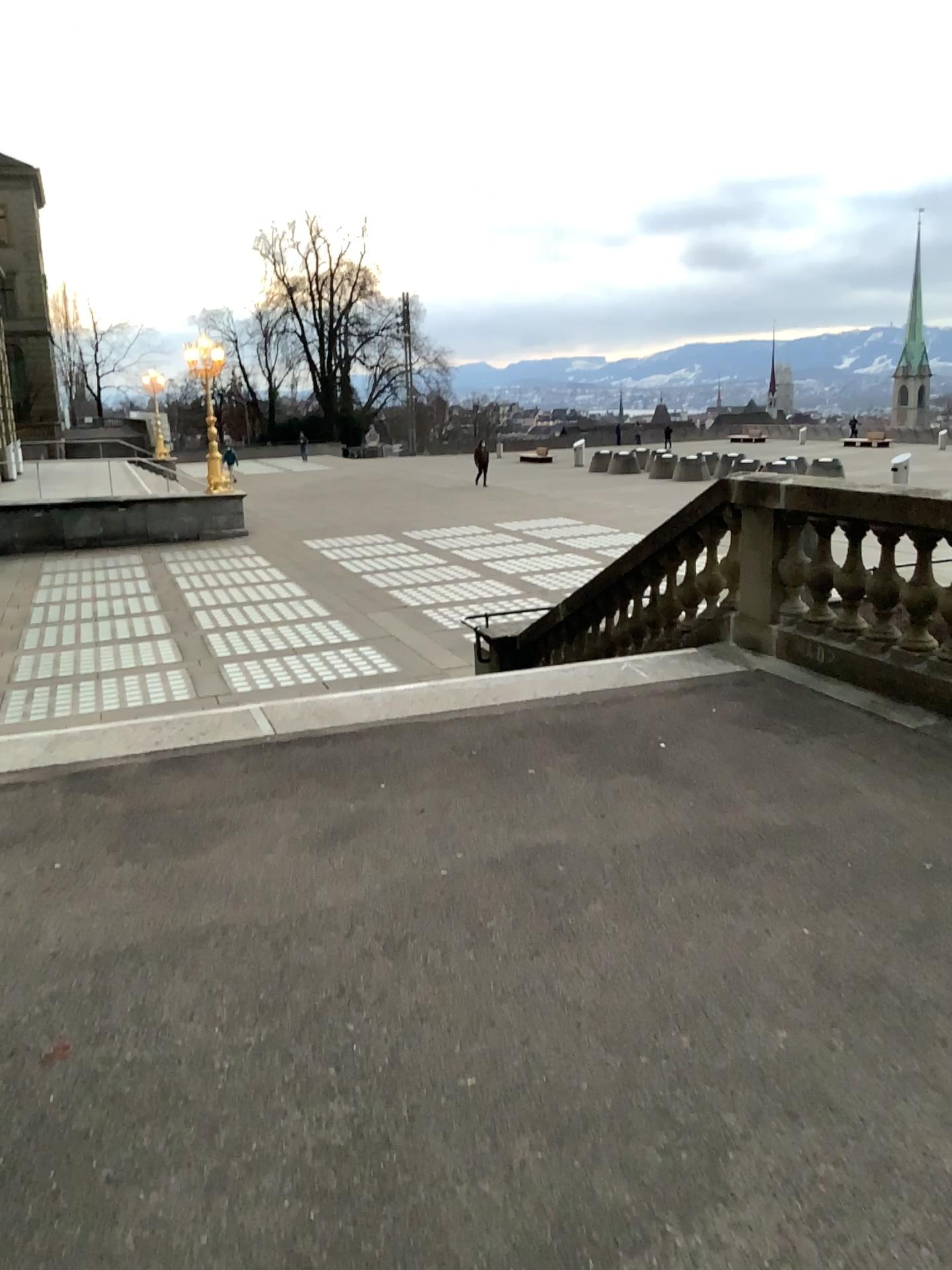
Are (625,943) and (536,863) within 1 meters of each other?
yes
